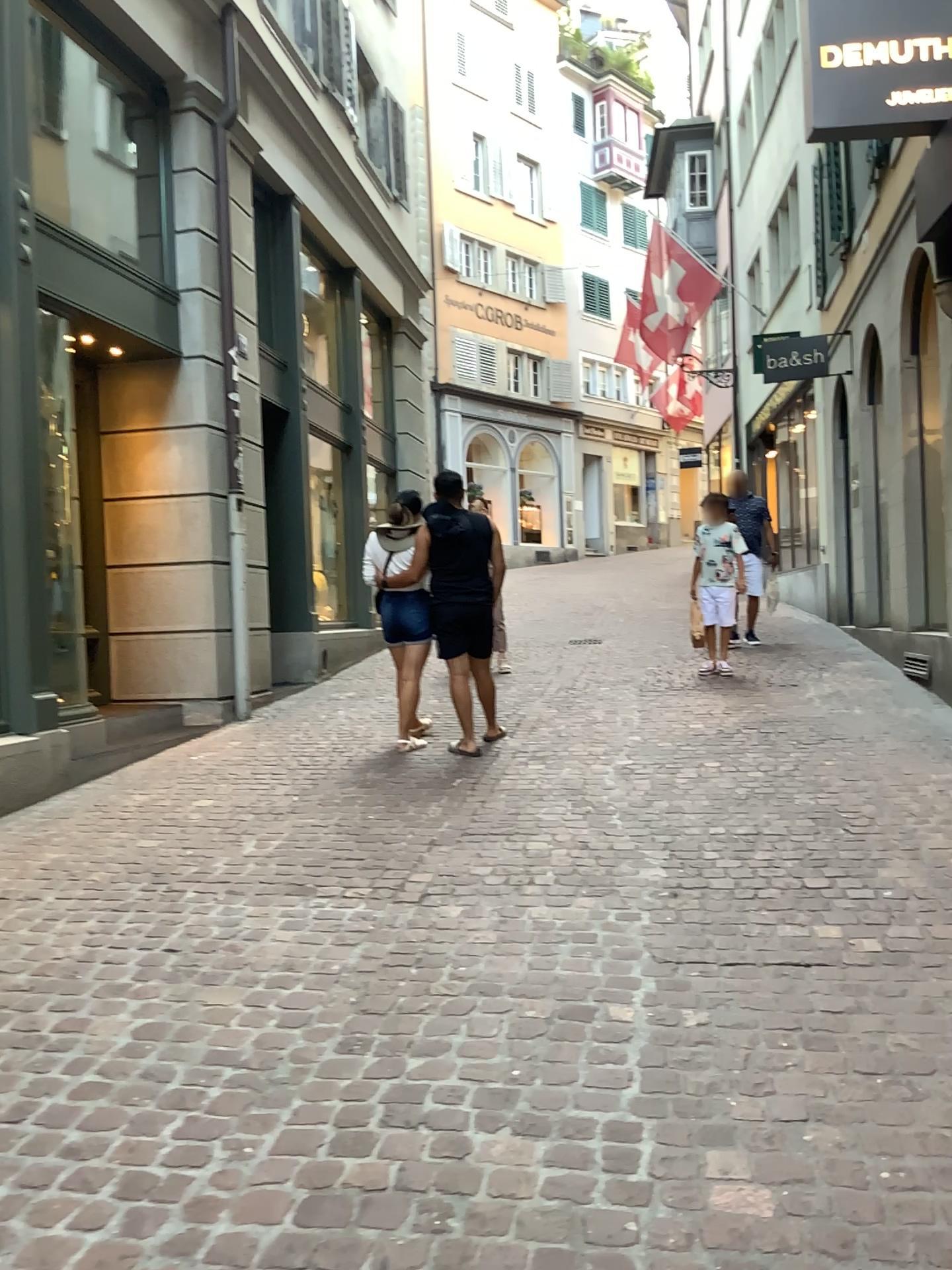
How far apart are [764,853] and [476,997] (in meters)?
1.57
